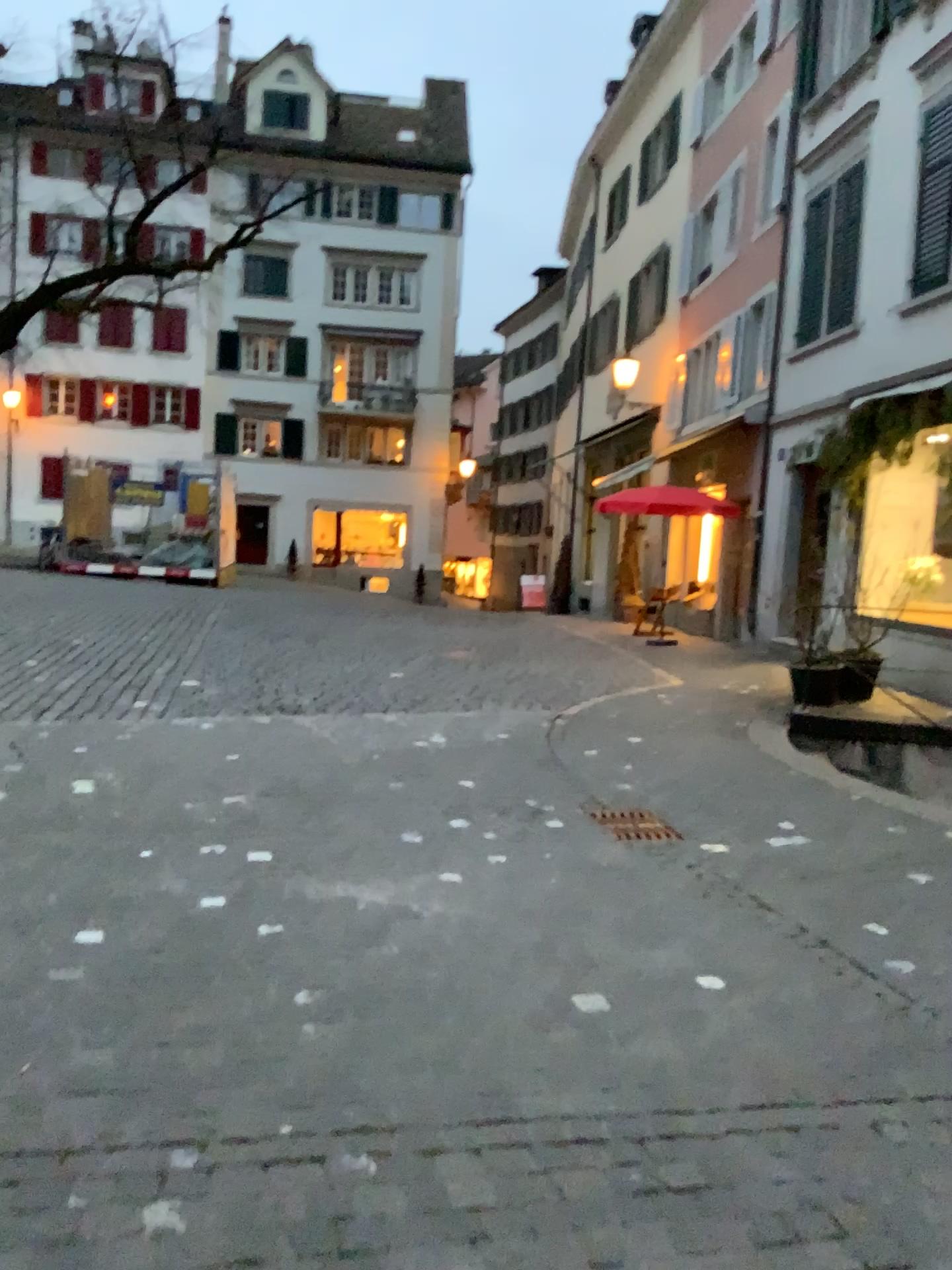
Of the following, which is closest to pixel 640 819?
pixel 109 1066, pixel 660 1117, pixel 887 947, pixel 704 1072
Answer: pixel 887 947
